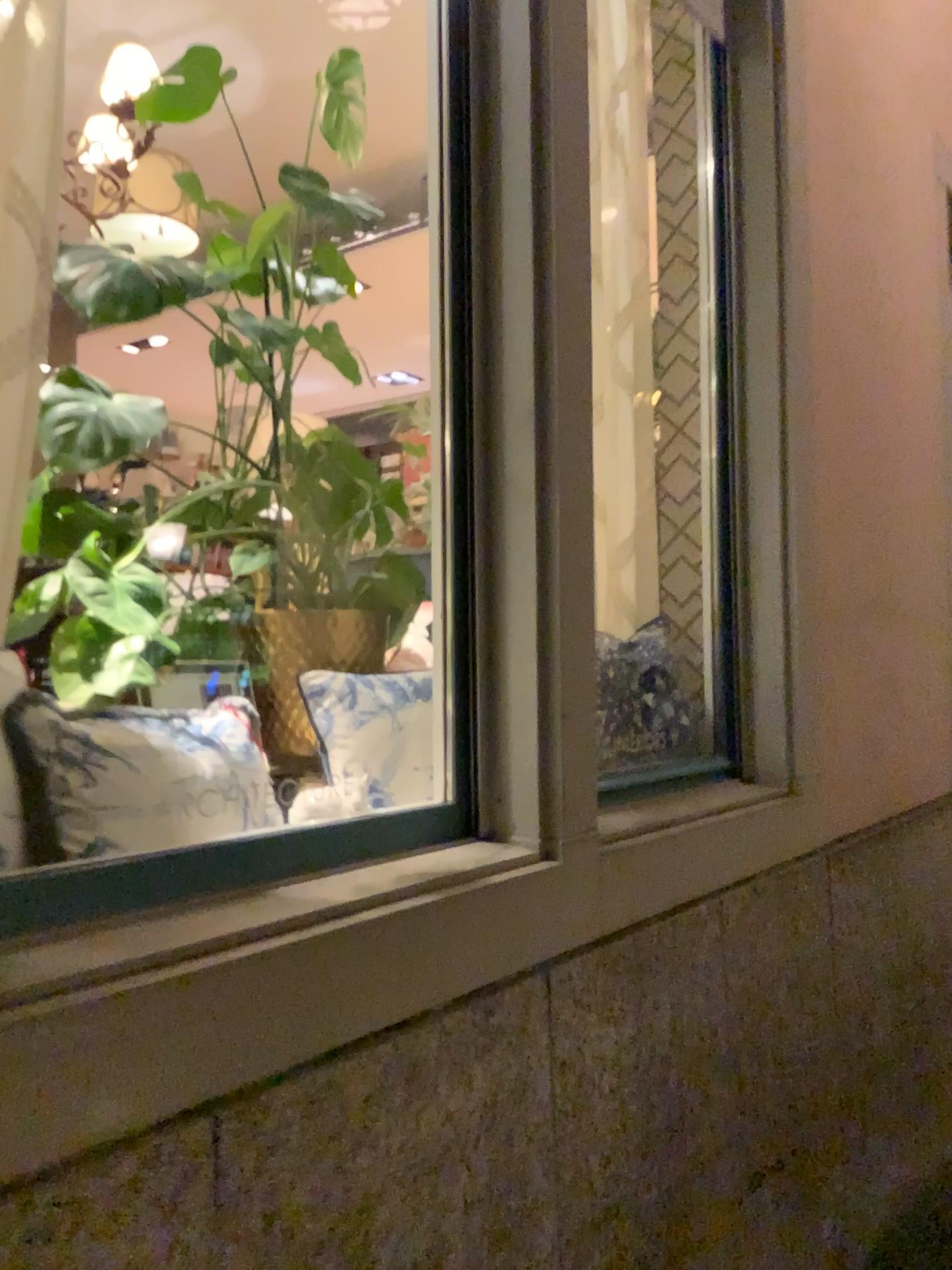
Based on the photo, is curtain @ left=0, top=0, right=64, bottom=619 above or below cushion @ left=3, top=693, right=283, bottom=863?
above

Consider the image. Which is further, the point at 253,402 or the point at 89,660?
the point at 253,402

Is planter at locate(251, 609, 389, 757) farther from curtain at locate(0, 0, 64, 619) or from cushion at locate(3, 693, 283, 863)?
curtain at locate(0, 0, 64, 619)

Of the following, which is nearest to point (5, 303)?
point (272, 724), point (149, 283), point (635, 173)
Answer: point (149, 283)

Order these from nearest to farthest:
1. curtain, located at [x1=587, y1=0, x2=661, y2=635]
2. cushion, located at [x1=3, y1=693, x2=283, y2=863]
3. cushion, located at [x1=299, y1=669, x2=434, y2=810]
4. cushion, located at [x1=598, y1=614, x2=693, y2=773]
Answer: cushion, located at [x1=3, y1=693, x2=283, y2=863] < cushion, located at [x1=299, y1=669, x2=434, y2=810] < cushion, located at [x1=598, y1=614, x2=693, y2=773] < curtain, located at [x1=587, y1=0, x2=661, y2=635]

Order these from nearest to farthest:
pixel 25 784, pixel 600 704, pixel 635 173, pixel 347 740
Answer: pixel 25 784
pixel 347 740
pixel 600 704
pixel 635 173

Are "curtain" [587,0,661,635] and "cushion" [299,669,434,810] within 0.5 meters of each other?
no

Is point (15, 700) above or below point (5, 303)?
below

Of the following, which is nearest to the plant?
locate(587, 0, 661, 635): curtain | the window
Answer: the window

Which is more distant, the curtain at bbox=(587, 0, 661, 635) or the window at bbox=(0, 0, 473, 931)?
the curtain at bbox=(587, 0, 661, 635)
